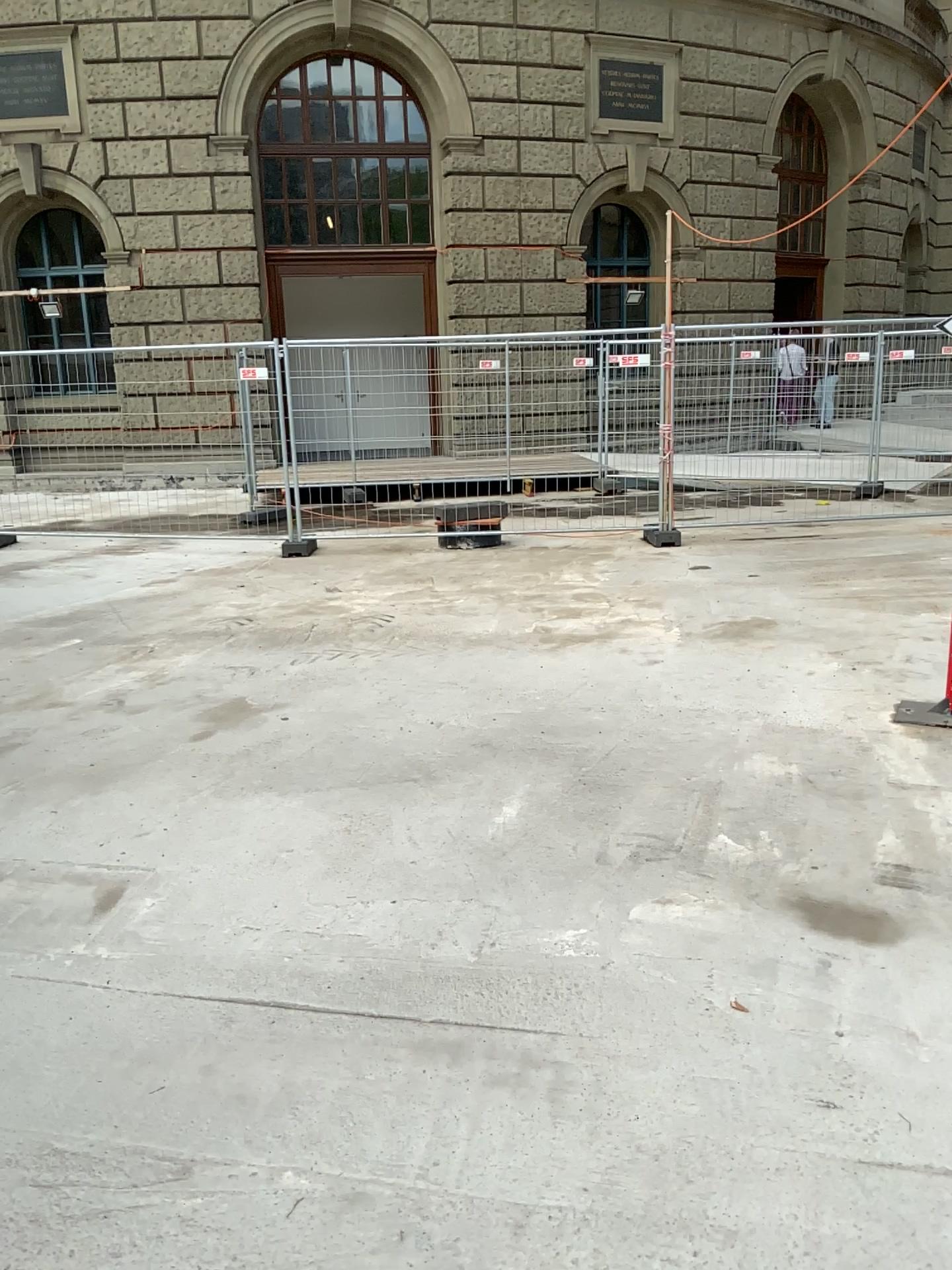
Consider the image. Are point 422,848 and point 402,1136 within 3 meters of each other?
yes
